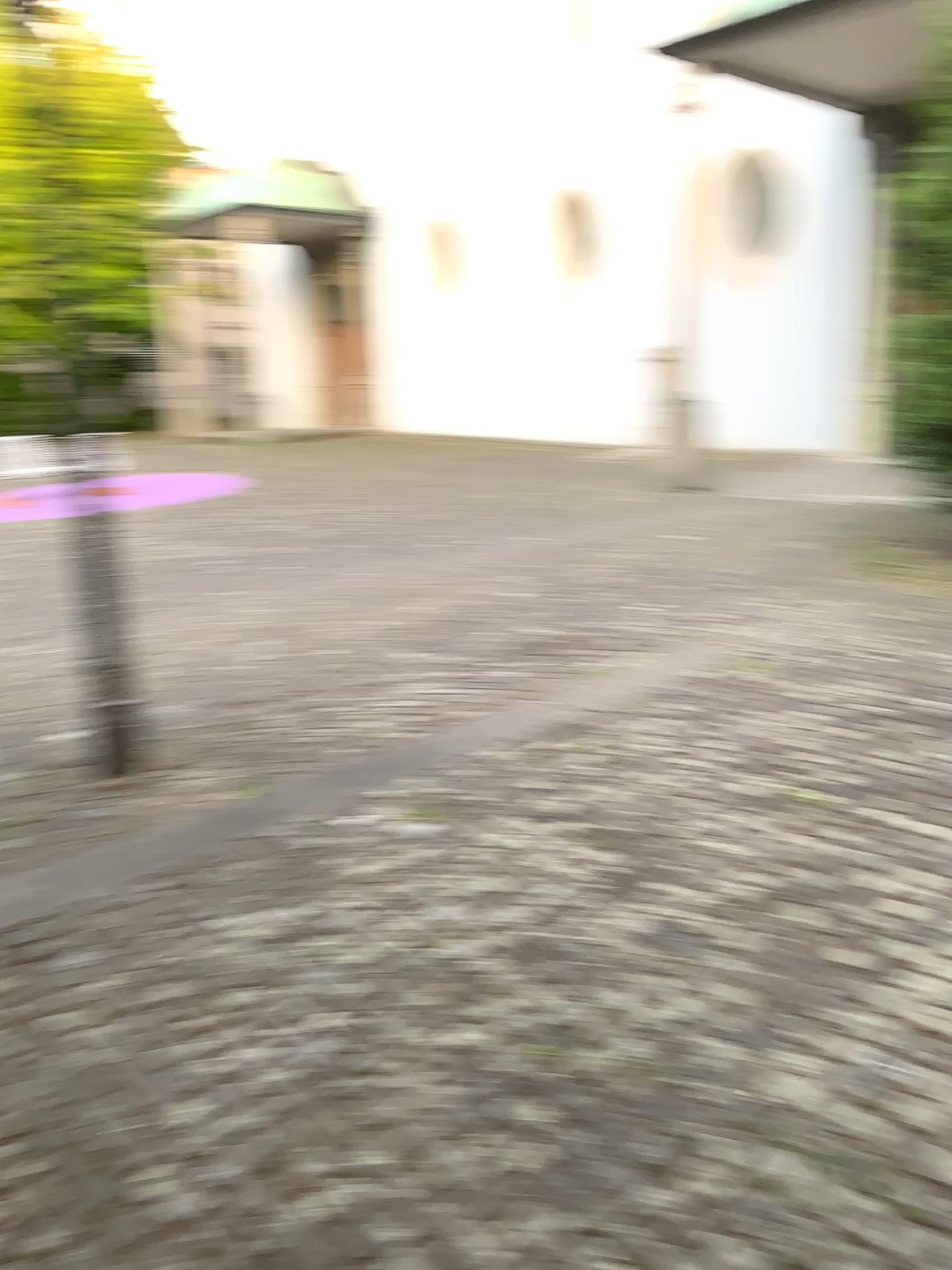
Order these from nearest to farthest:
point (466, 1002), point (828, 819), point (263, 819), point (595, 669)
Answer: point (466, 1002) → point (828, 819) → point (263, 819) → point (595, 669)
